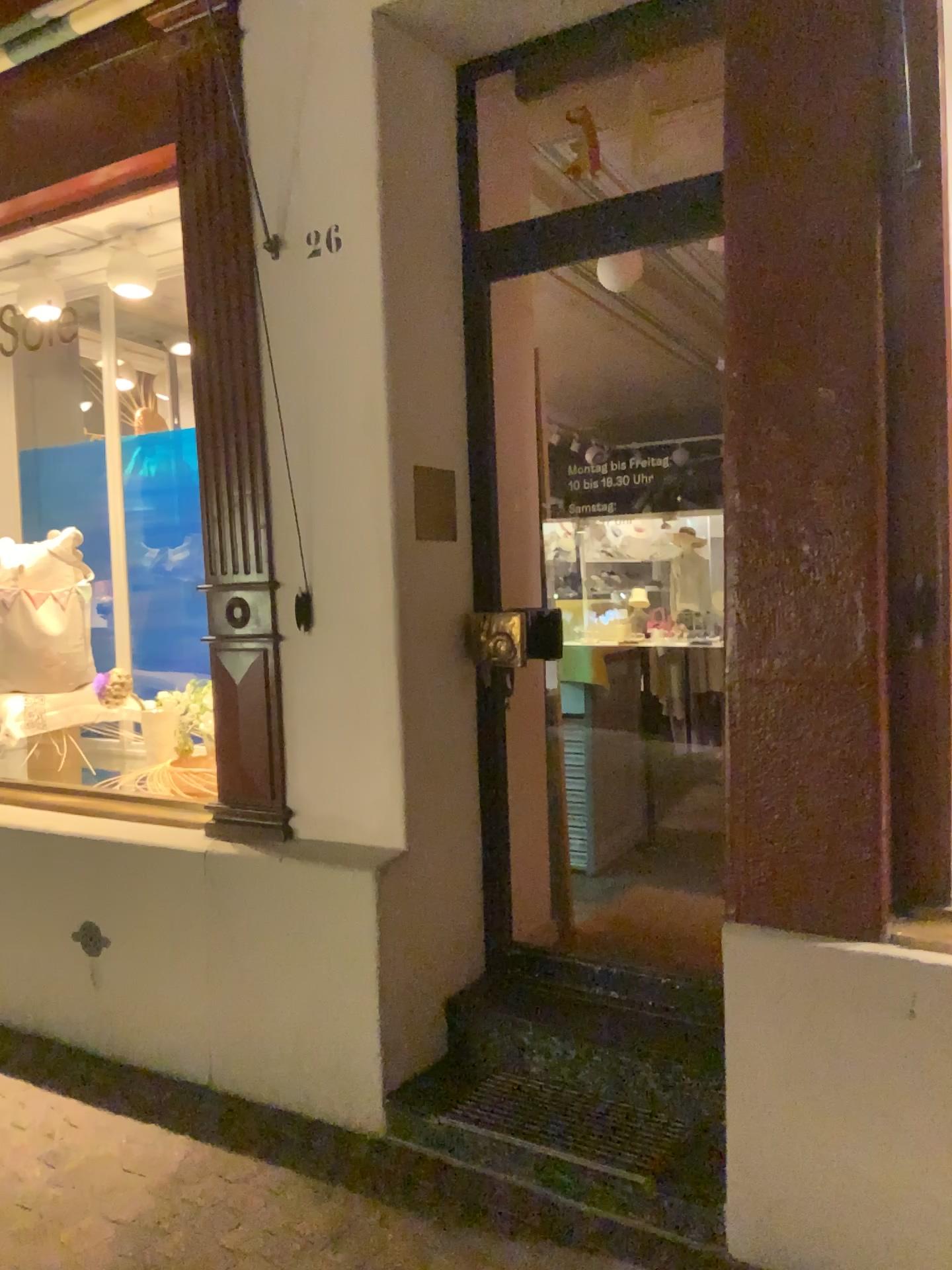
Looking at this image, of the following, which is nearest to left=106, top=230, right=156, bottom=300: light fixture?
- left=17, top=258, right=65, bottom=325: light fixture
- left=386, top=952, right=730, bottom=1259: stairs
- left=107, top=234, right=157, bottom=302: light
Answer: left=107, top=234, right=157, bottom=302: light

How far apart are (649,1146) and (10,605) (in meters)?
3.06

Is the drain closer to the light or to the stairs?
the stairs

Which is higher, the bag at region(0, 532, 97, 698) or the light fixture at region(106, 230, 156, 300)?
the light fixture at region(106, 230, 156, 300)

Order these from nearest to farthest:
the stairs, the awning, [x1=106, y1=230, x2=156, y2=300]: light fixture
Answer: the stairs, the awning, [x1=106, y1=230, x2=156, y2=300]: light fixture

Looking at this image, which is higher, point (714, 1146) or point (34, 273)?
point (34, 273)

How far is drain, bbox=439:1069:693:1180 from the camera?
2.4m

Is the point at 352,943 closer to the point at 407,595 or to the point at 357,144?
the point at 407,595

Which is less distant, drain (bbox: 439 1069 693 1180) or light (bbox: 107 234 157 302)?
drain (bbox: 439 1069 693 1180)

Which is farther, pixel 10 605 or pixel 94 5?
pixel 10 605
